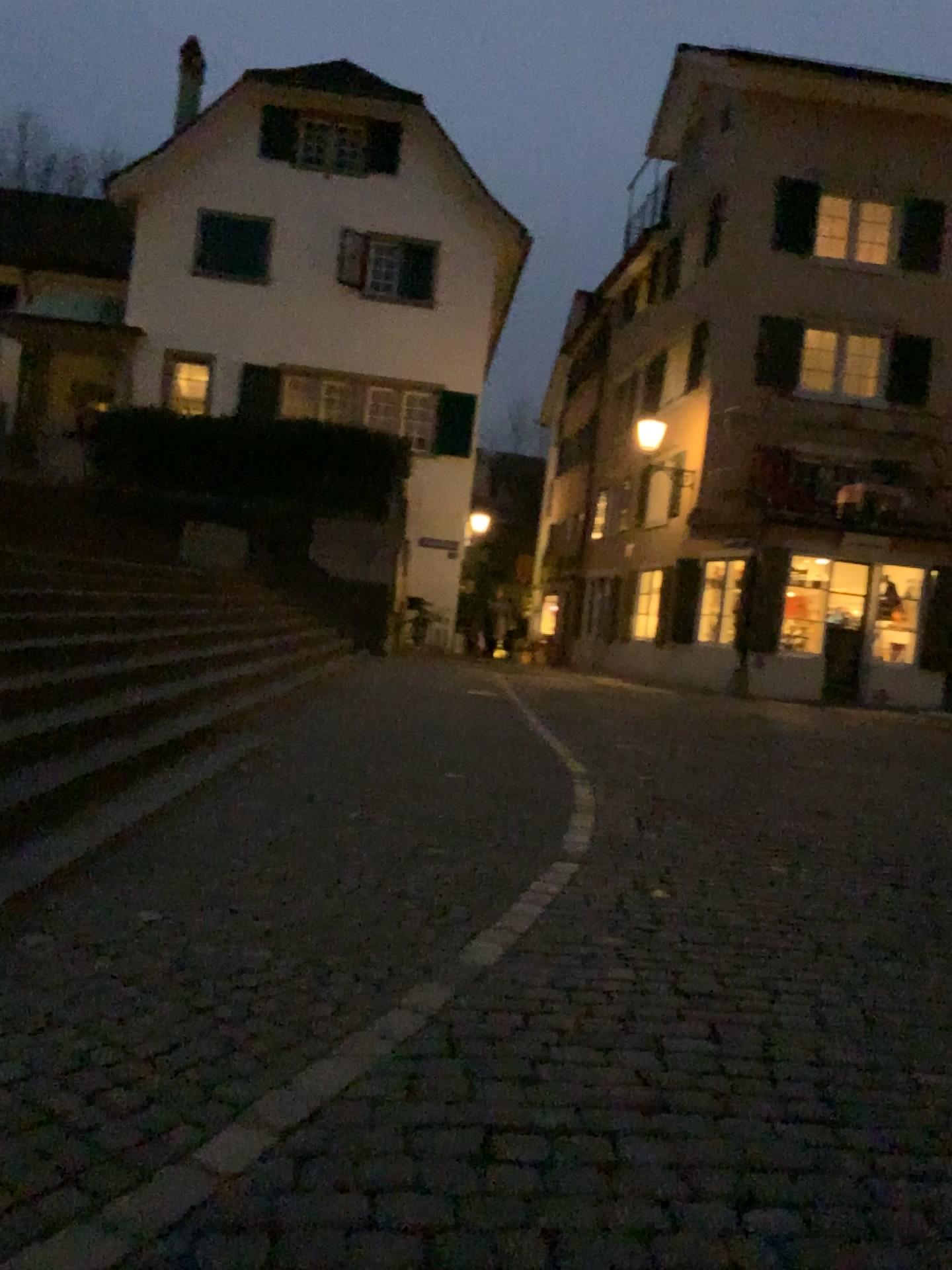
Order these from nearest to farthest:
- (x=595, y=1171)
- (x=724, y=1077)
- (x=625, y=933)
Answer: (x=595, y=1171) < (x=724, y=1077) < (x=625, y=933)
